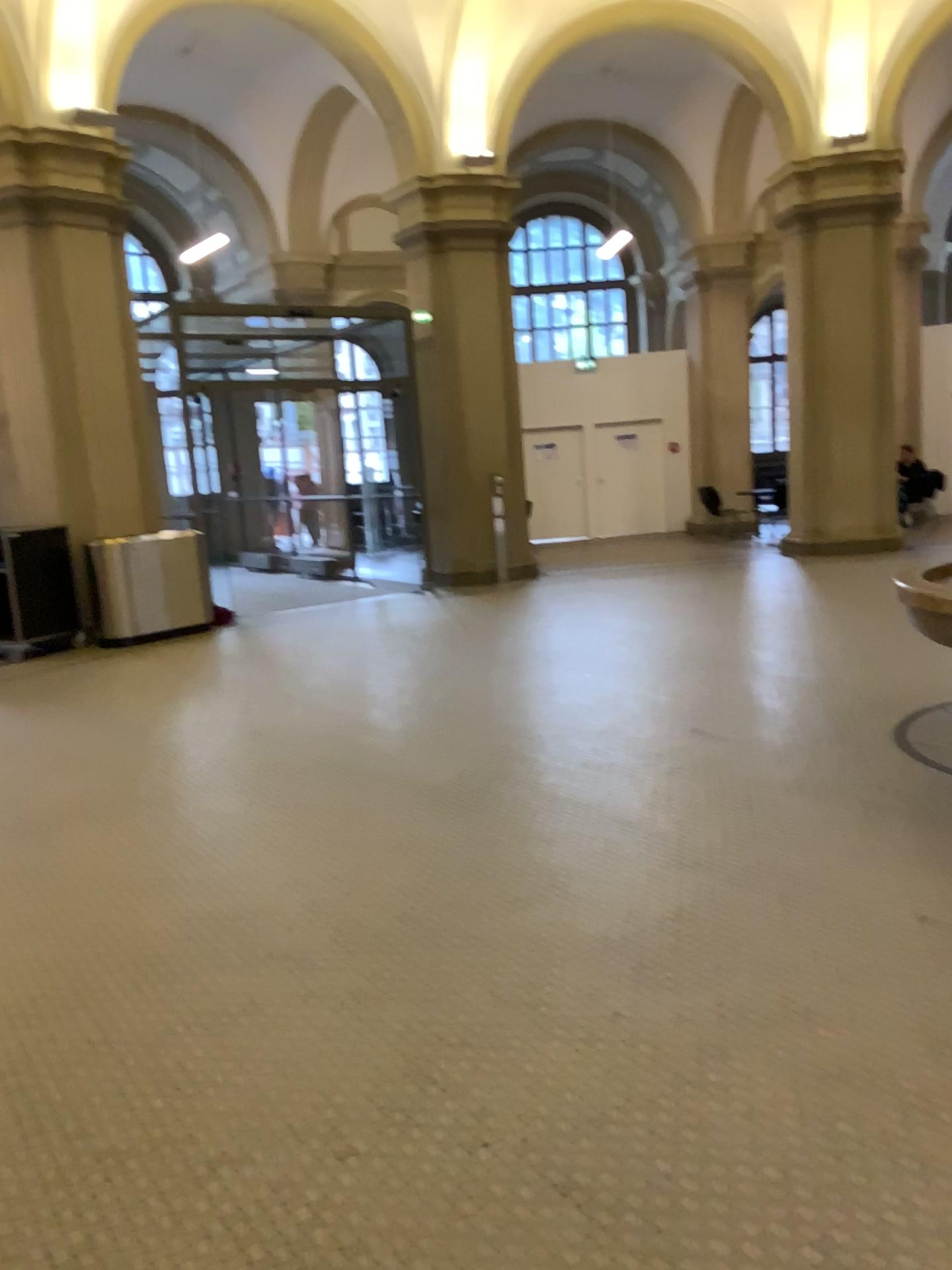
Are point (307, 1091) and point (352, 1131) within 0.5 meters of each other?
yes
